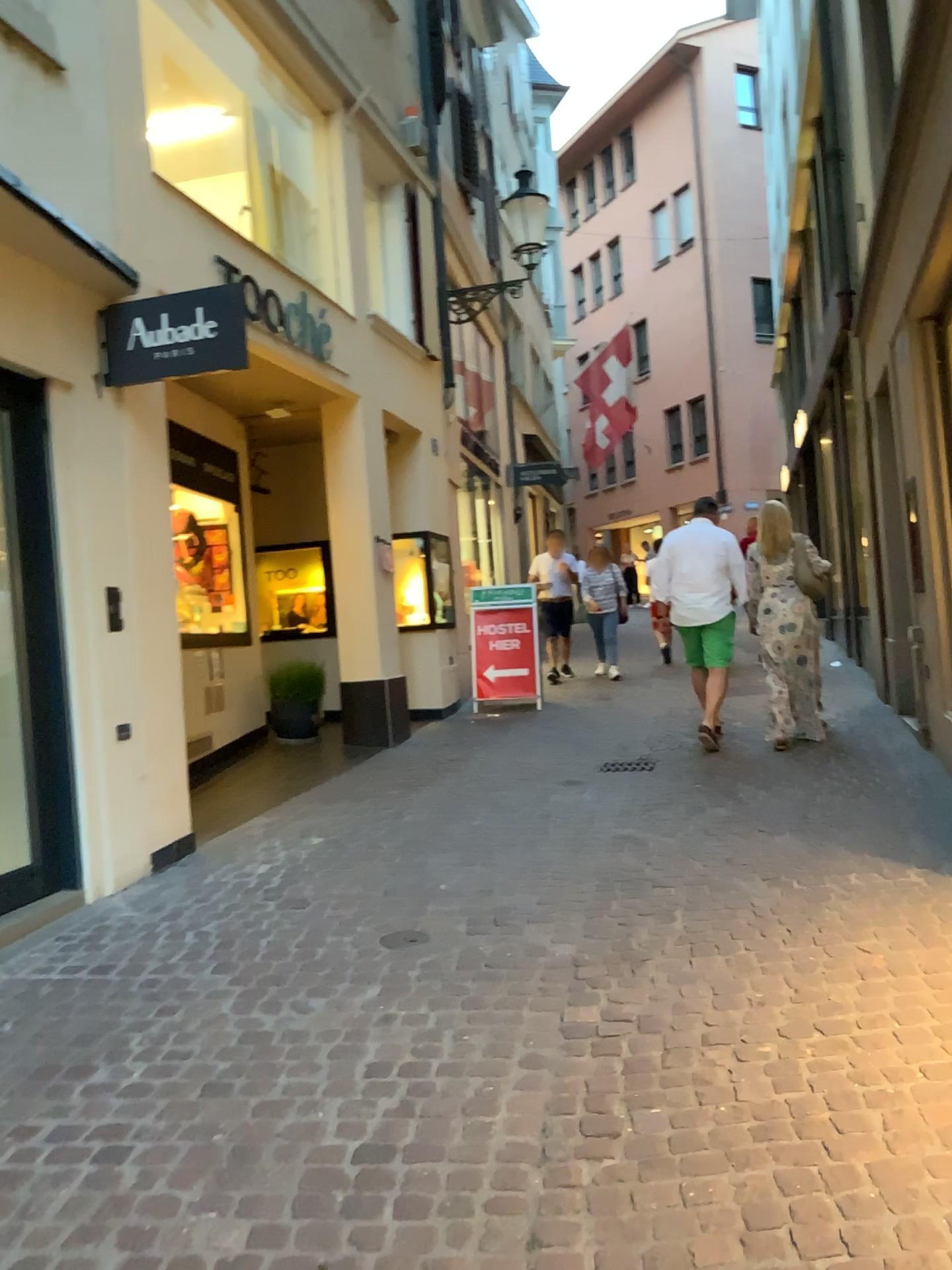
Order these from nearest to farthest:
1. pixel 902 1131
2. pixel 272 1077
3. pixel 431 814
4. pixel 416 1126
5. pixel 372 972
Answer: pixel 902 1131 < pixel 416 1126 < pixel 272 1077 < pixel 372 972 < pixel 431 814
